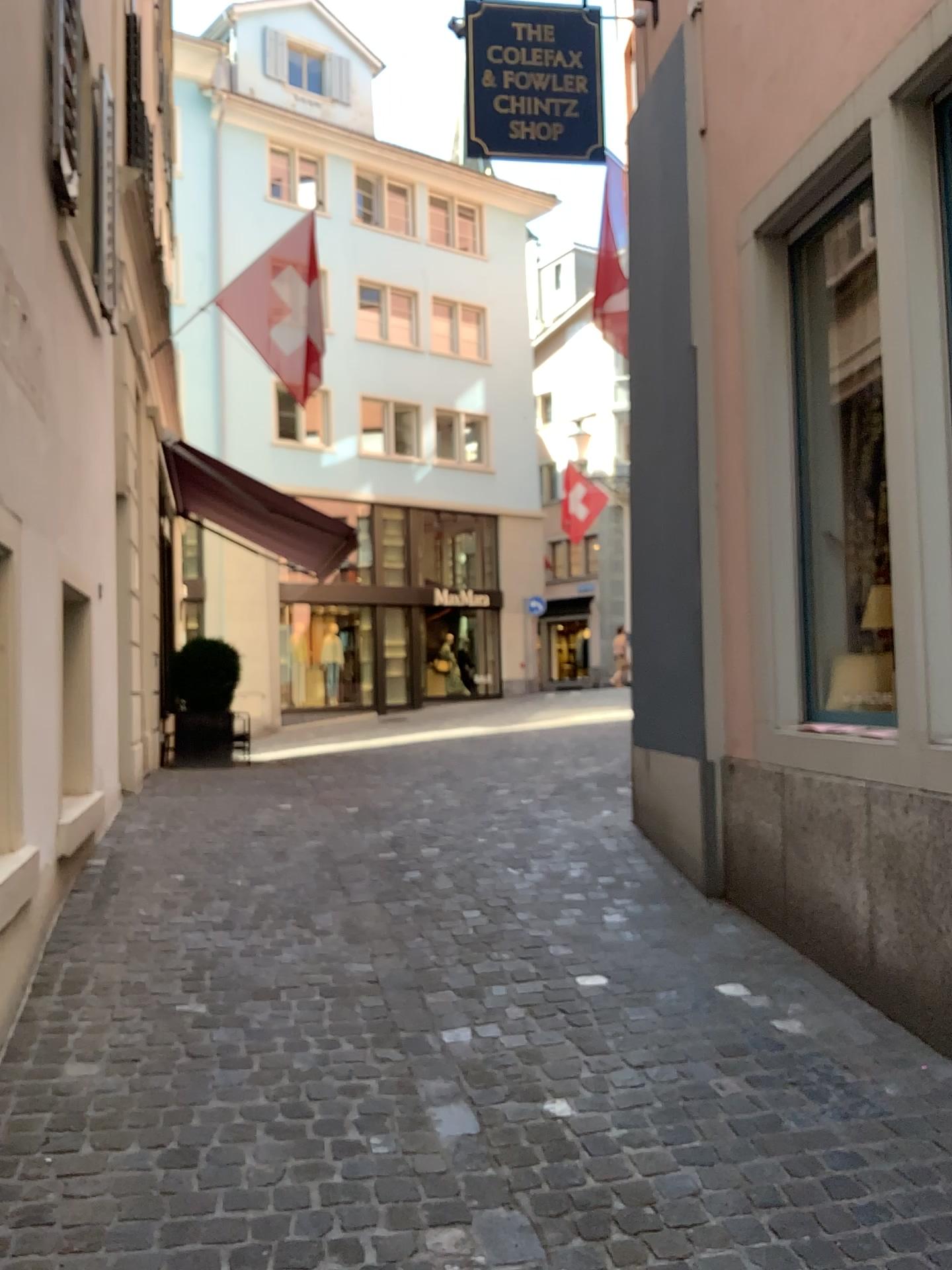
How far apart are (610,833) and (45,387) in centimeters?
357cm
